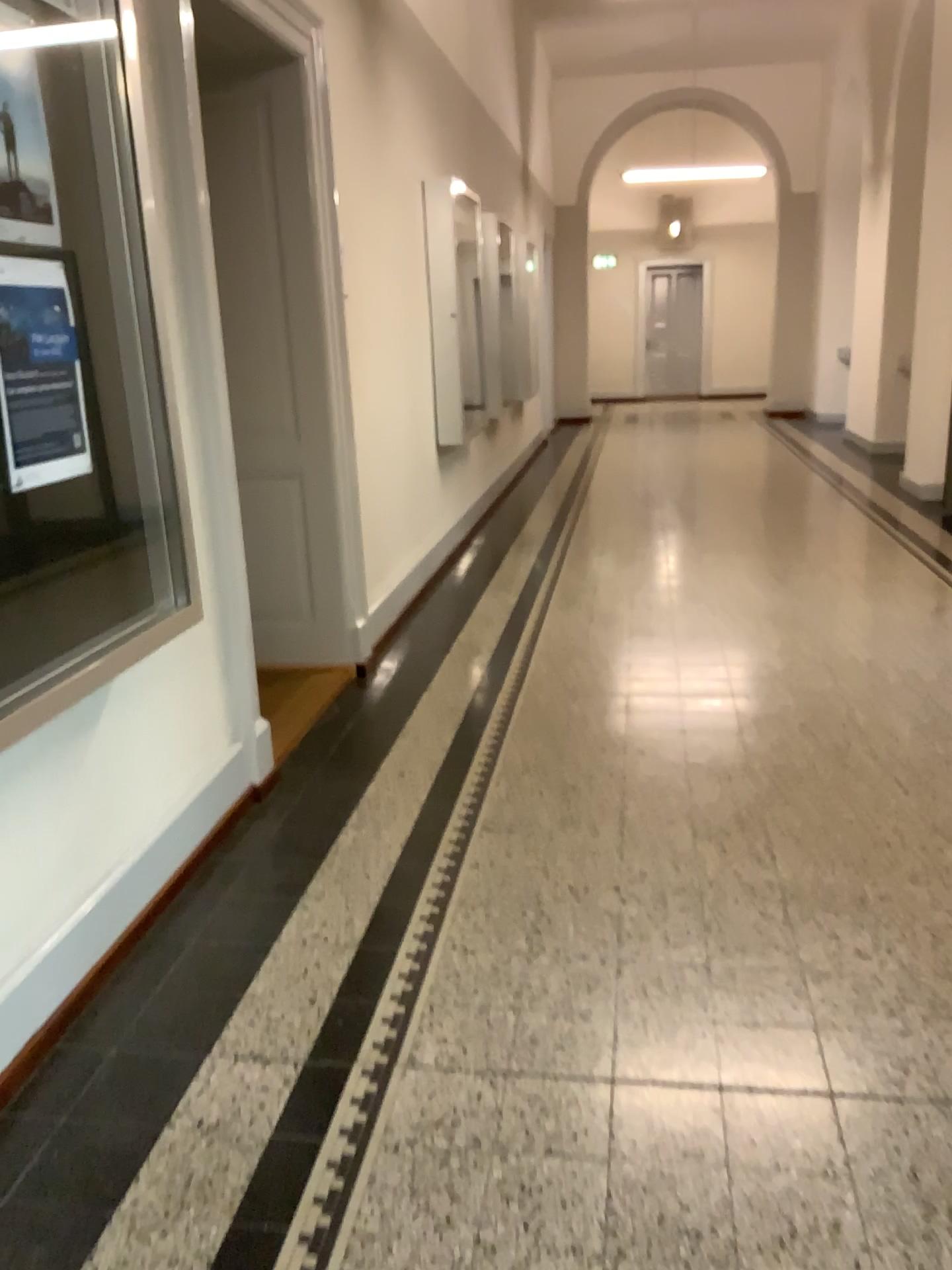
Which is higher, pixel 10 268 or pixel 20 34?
pixel 20 34

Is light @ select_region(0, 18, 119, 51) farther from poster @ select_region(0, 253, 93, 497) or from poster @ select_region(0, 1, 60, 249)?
poster @ select_region(0, 253, 93, 497)

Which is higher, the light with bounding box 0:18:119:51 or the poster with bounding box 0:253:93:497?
the light with bounding box 0:18:119:51

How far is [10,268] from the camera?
1.98m

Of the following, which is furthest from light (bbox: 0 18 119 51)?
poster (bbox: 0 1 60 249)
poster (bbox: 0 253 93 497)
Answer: poster (bbox: 0 253 93 497)

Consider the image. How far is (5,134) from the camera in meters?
2.0

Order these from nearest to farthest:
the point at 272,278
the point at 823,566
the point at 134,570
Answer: the point at 134,570 → the point at 272,278 → the point at 823,566

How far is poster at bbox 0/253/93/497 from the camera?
2.0m
